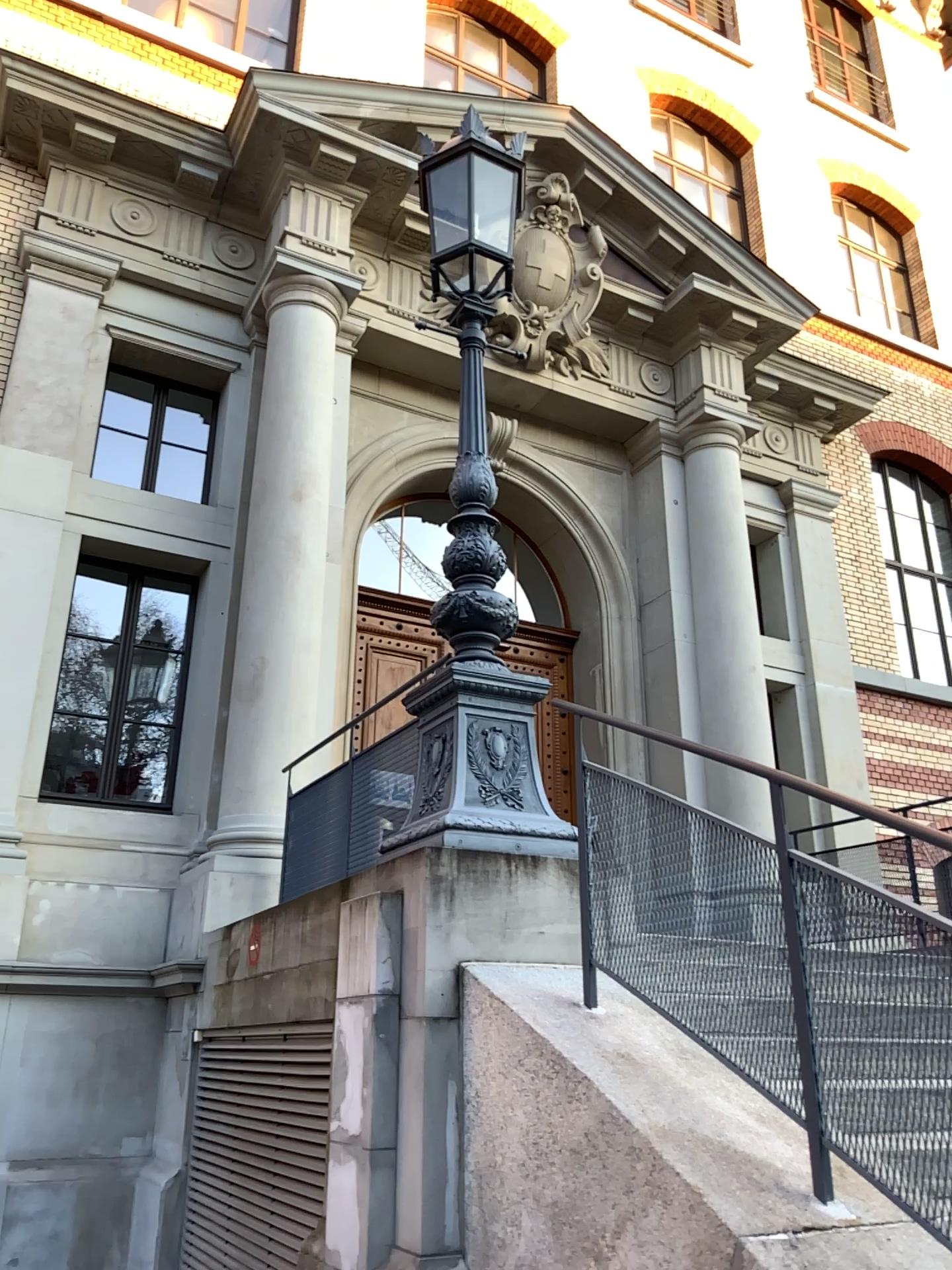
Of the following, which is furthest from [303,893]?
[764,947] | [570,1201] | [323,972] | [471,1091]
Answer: [764,947]
